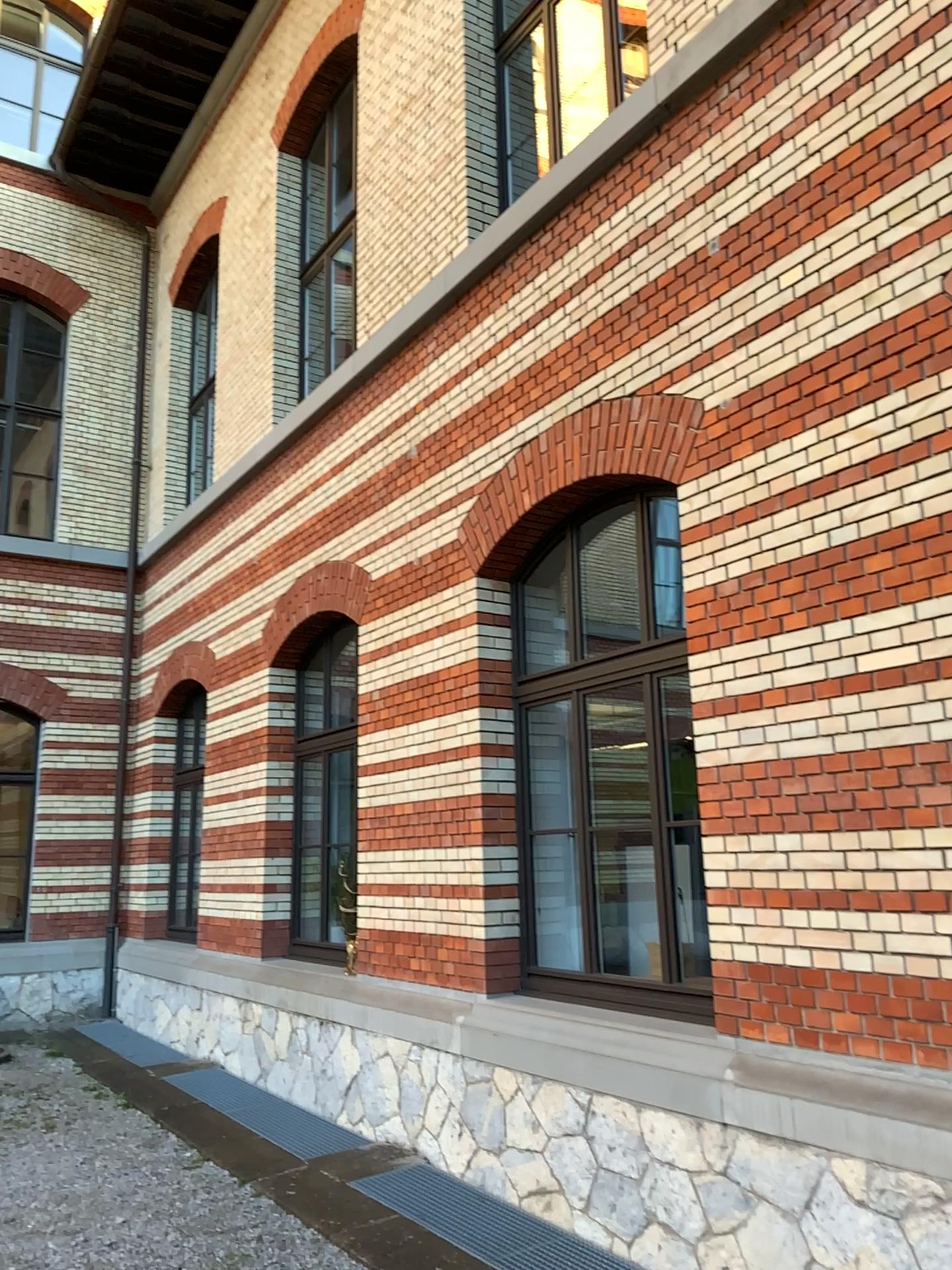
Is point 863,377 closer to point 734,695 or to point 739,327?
point 739,327
